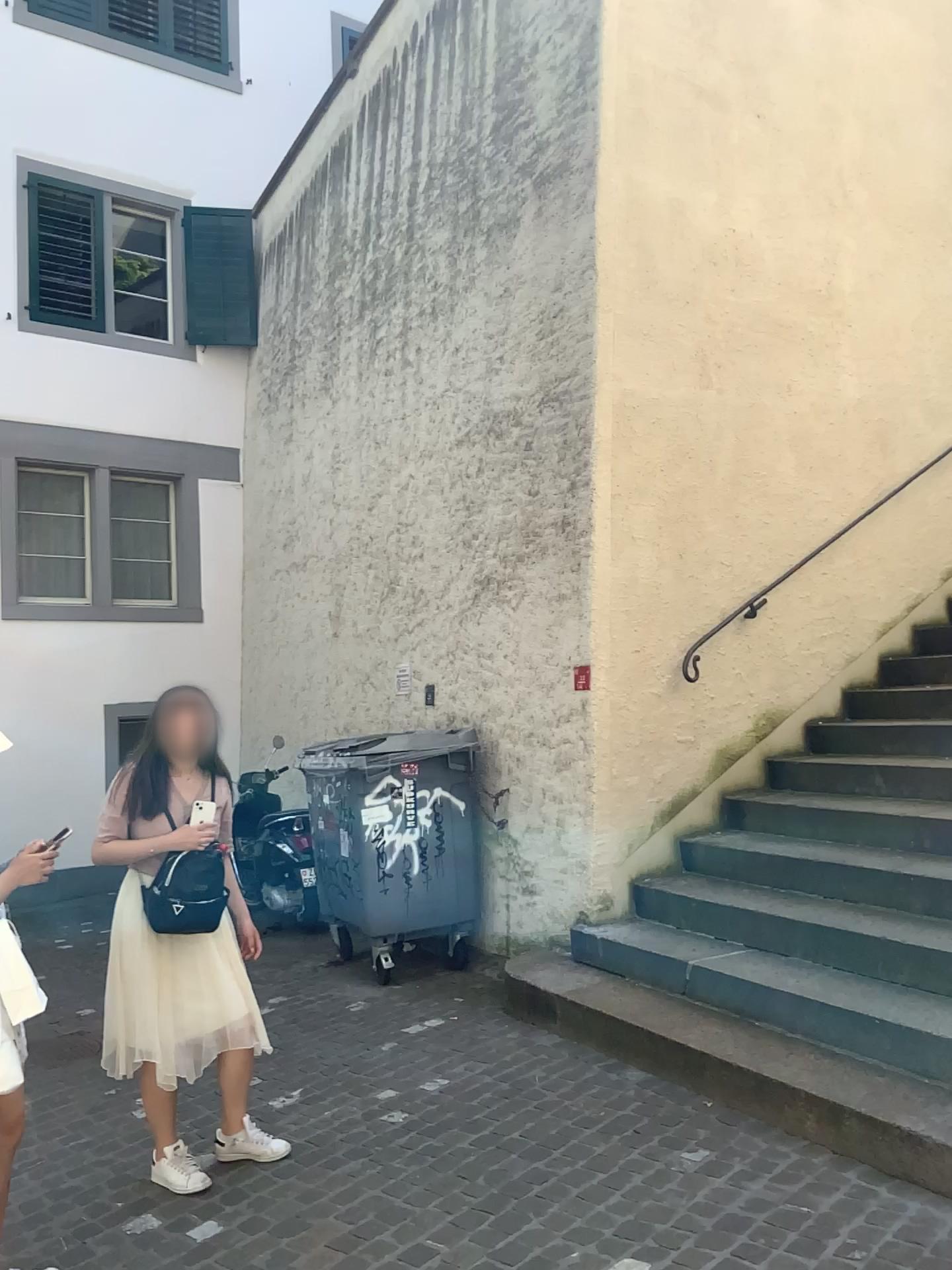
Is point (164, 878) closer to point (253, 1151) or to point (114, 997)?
point (114, 997)

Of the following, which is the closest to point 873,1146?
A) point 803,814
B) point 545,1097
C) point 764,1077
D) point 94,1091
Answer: point 764,1077

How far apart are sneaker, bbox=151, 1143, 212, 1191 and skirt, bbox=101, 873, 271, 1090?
0.3 meters

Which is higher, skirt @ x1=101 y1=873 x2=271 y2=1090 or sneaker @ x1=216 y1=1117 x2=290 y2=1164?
skirt @ x1=101 y1=873 x2=271 y2=1090

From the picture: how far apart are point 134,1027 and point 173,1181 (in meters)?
0.55

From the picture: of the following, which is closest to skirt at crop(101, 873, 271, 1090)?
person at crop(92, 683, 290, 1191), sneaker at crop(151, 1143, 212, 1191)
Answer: person at crop(92, 683, 290, 1191)

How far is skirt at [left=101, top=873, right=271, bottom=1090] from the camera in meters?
3.4 m

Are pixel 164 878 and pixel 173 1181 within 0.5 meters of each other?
no

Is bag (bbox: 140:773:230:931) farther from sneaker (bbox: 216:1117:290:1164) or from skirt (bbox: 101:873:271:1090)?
sneaker (bbox: 216:1117:290:1164)
